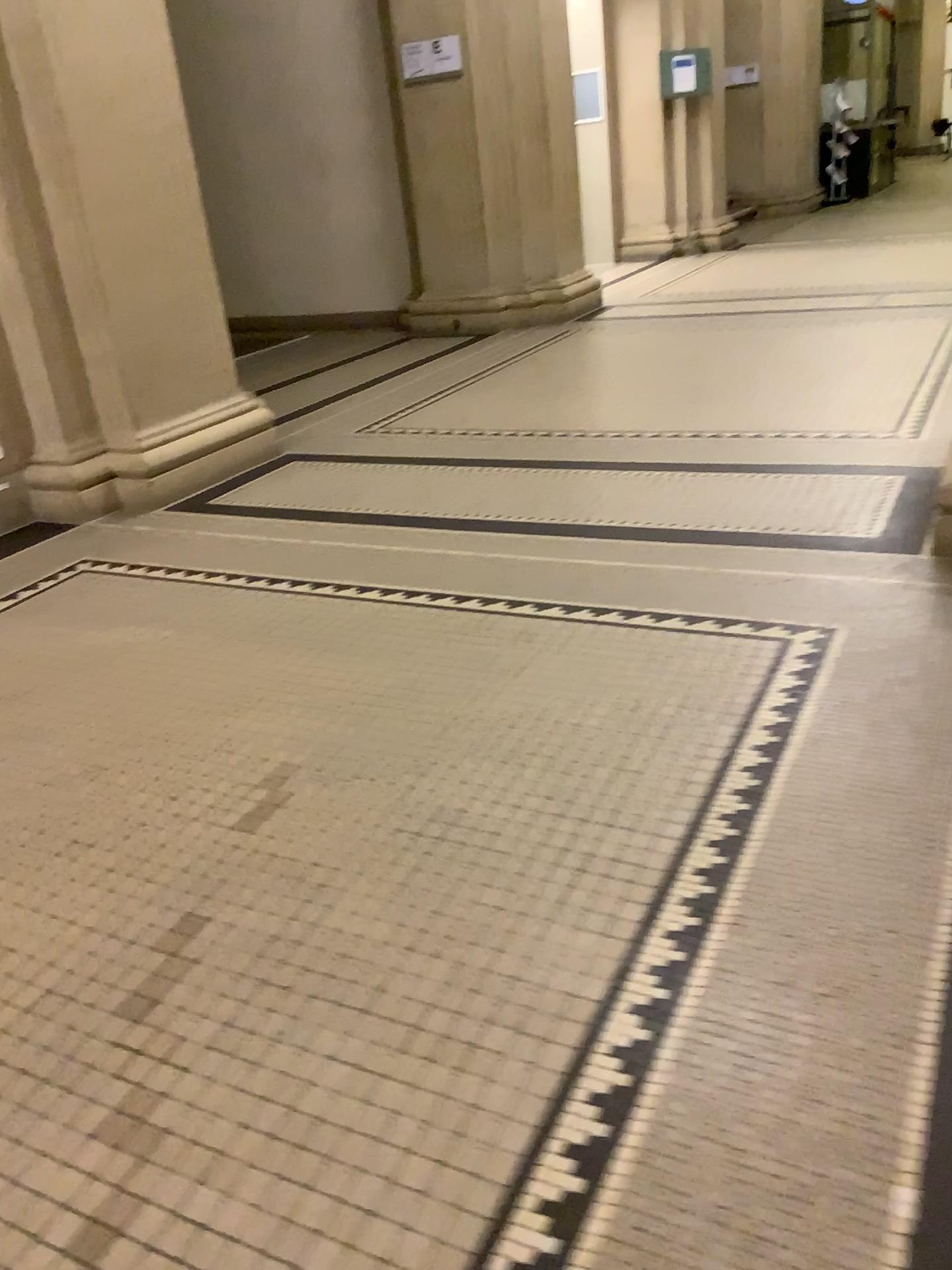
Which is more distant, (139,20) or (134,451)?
(134,451)

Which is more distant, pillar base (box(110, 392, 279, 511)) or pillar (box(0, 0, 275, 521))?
pillar base (box(110, 392, 279, 511))

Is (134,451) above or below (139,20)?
below

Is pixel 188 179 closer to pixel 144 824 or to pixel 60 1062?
pixel 144 824
